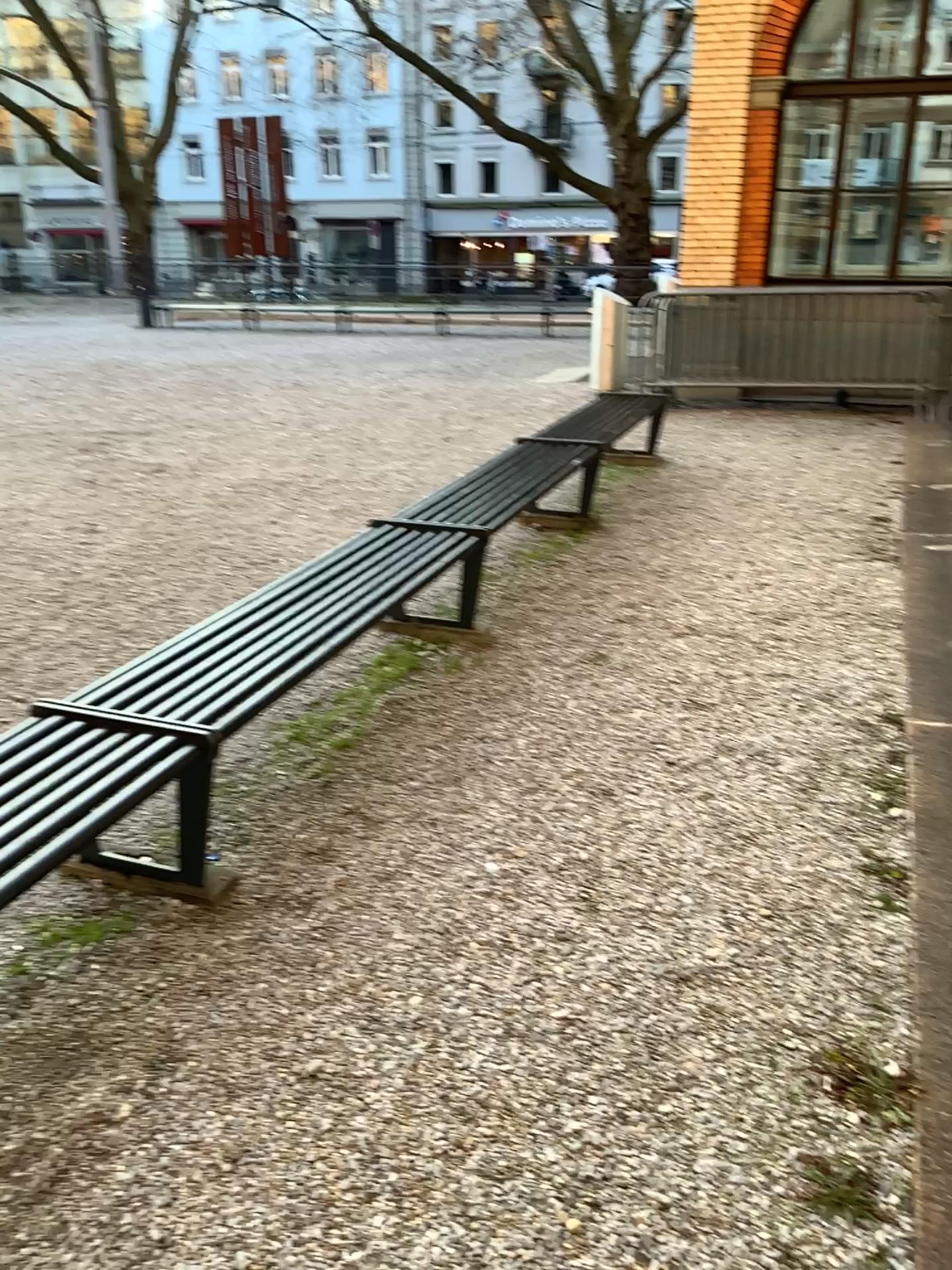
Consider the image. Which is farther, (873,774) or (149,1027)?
(873,774)
